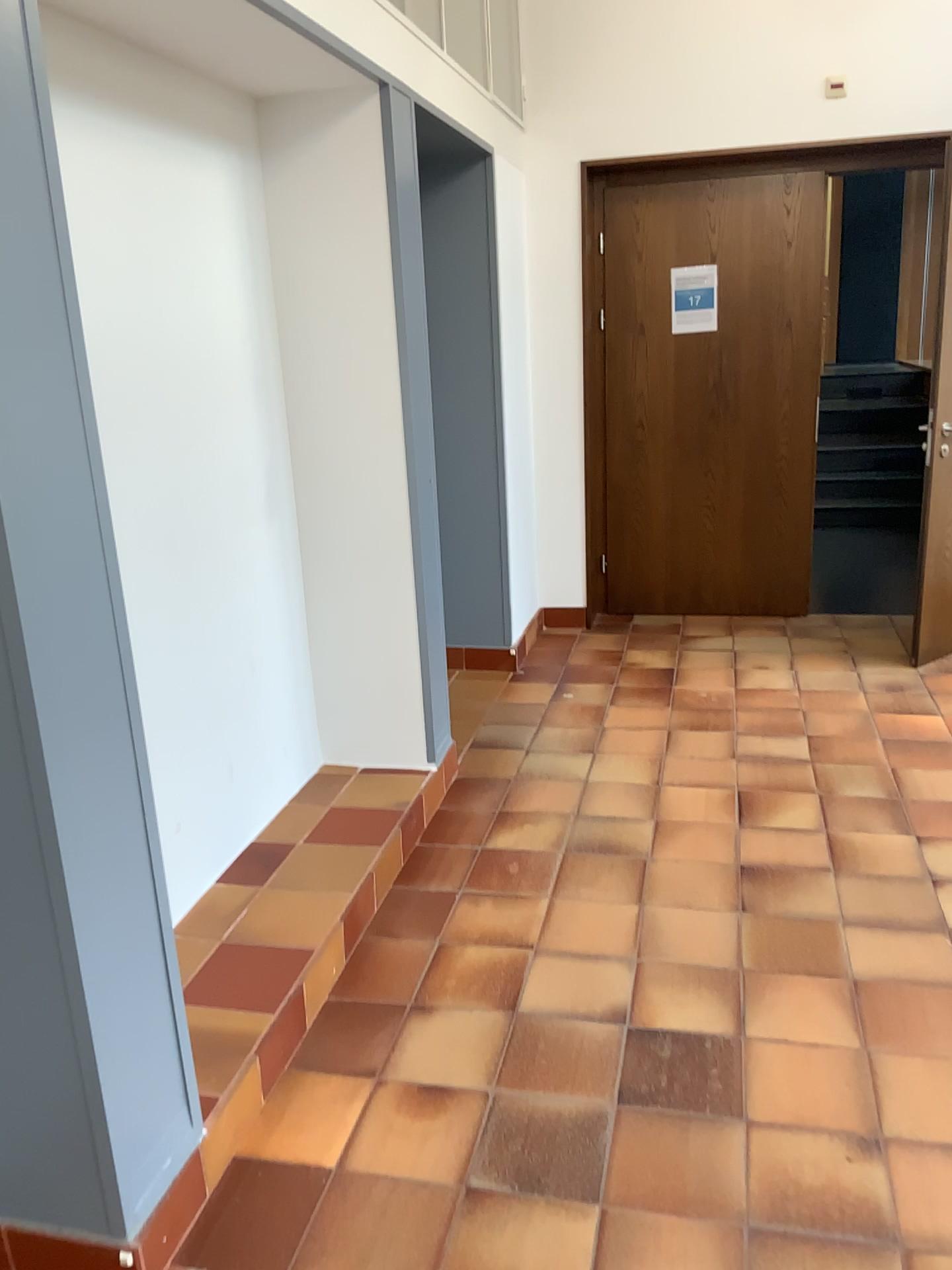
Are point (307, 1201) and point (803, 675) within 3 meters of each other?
no

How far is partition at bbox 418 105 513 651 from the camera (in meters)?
4.38

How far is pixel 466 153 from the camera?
4.38m
